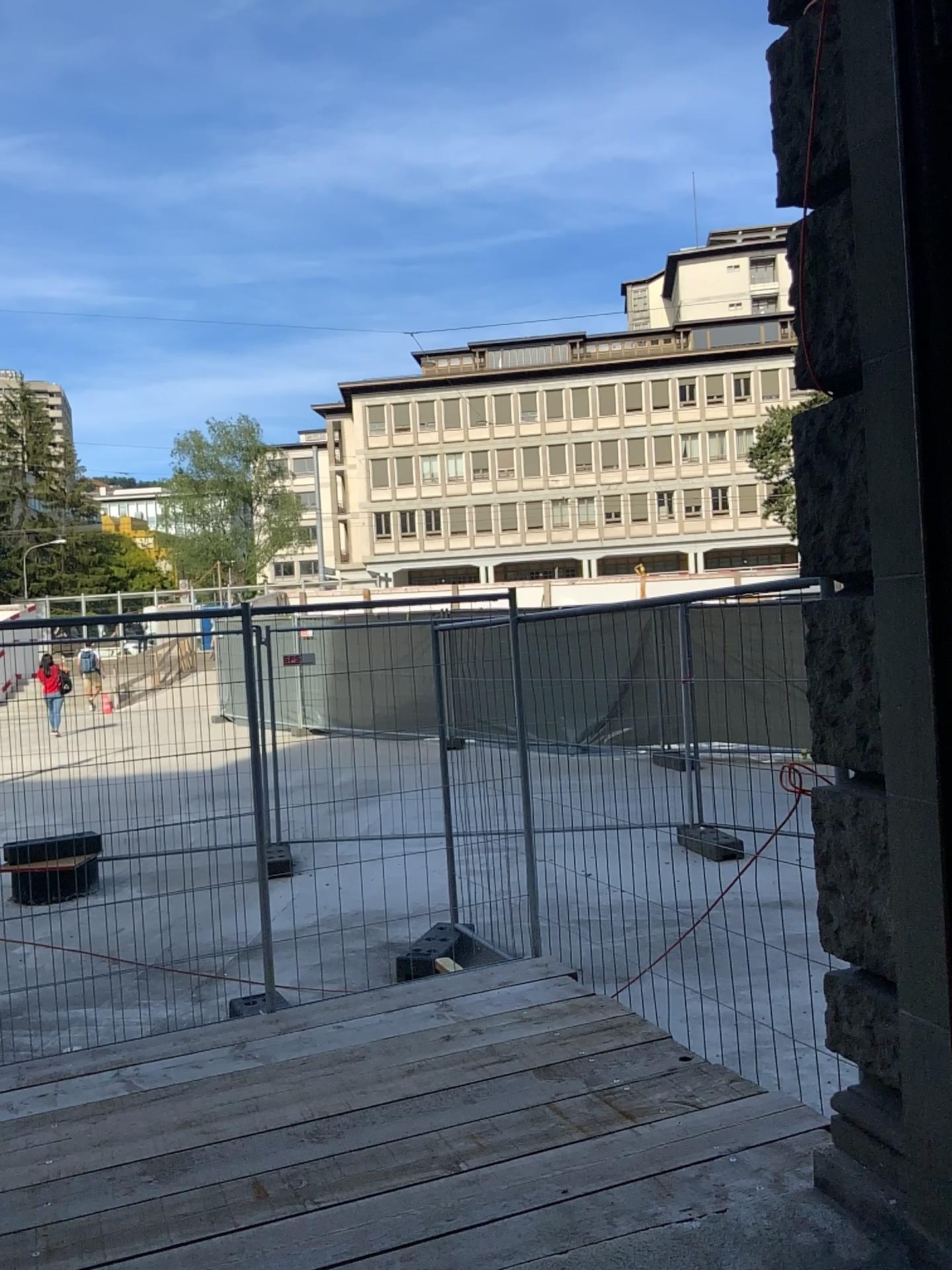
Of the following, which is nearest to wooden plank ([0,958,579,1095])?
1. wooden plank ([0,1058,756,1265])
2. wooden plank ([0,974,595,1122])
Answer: wooden plank ([0,974,595,1122])

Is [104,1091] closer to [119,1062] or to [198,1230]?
[119,1062]

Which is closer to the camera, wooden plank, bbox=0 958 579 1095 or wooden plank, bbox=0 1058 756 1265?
wooden plank, bbox=0 1058 756 1265

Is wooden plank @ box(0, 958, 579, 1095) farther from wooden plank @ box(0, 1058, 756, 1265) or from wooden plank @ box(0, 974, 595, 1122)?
wooden plank @ box(0, 1058, 756, 1265)

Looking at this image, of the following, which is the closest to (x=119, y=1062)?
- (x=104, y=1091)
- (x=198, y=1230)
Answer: (x=104, y=1091)

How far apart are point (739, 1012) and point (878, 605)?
2.96m

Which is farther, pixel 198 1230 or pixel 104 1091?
pixel 104 1091

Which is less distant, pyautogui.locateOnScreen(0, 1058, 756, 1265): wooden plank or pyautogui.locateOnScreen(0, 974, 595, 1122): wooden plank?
pyautogui.locateOnScreen(0, 1058, 756, 1265): wooden plank
